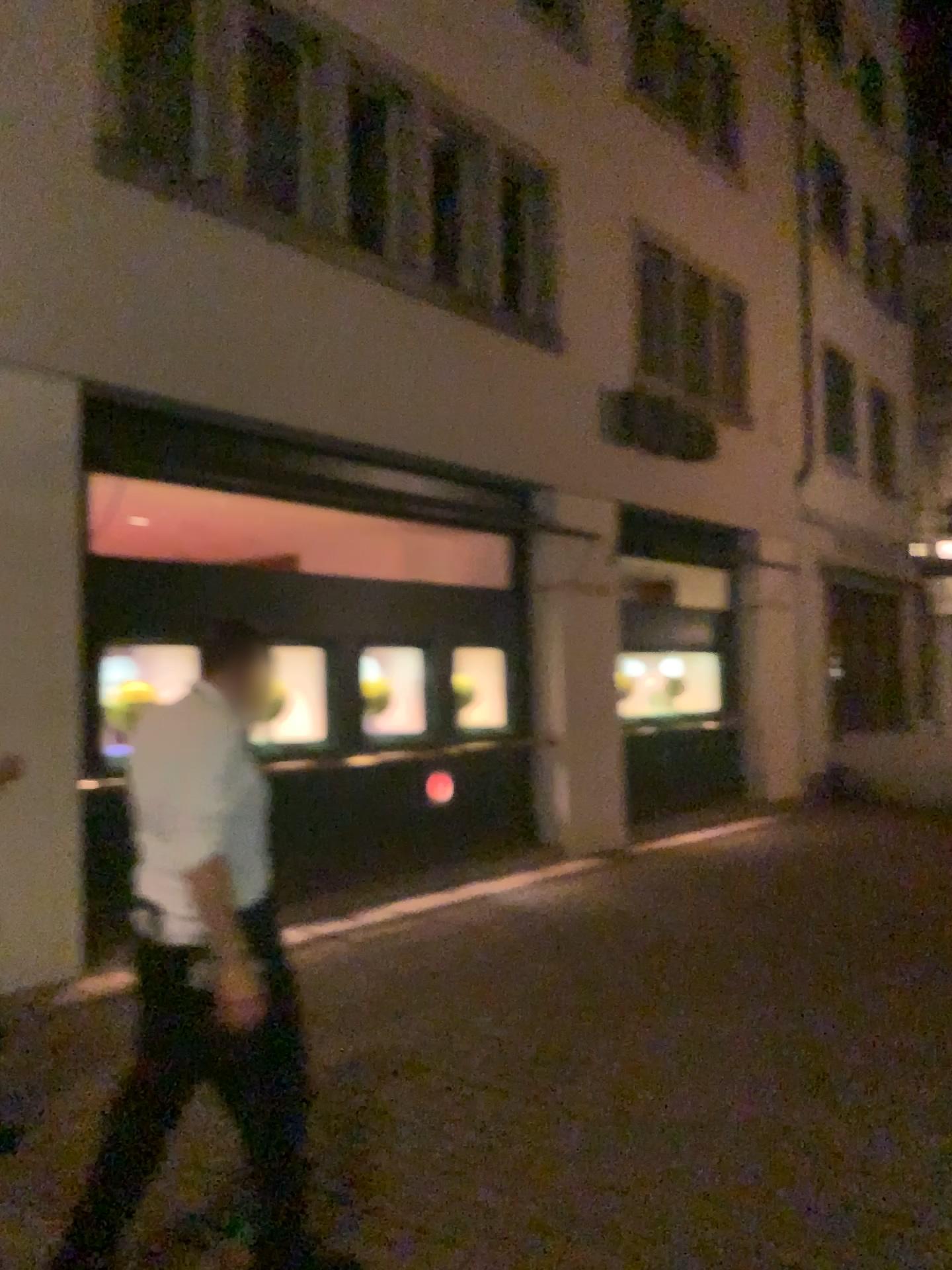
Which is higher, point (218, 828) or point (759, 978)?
point (218, 828)
